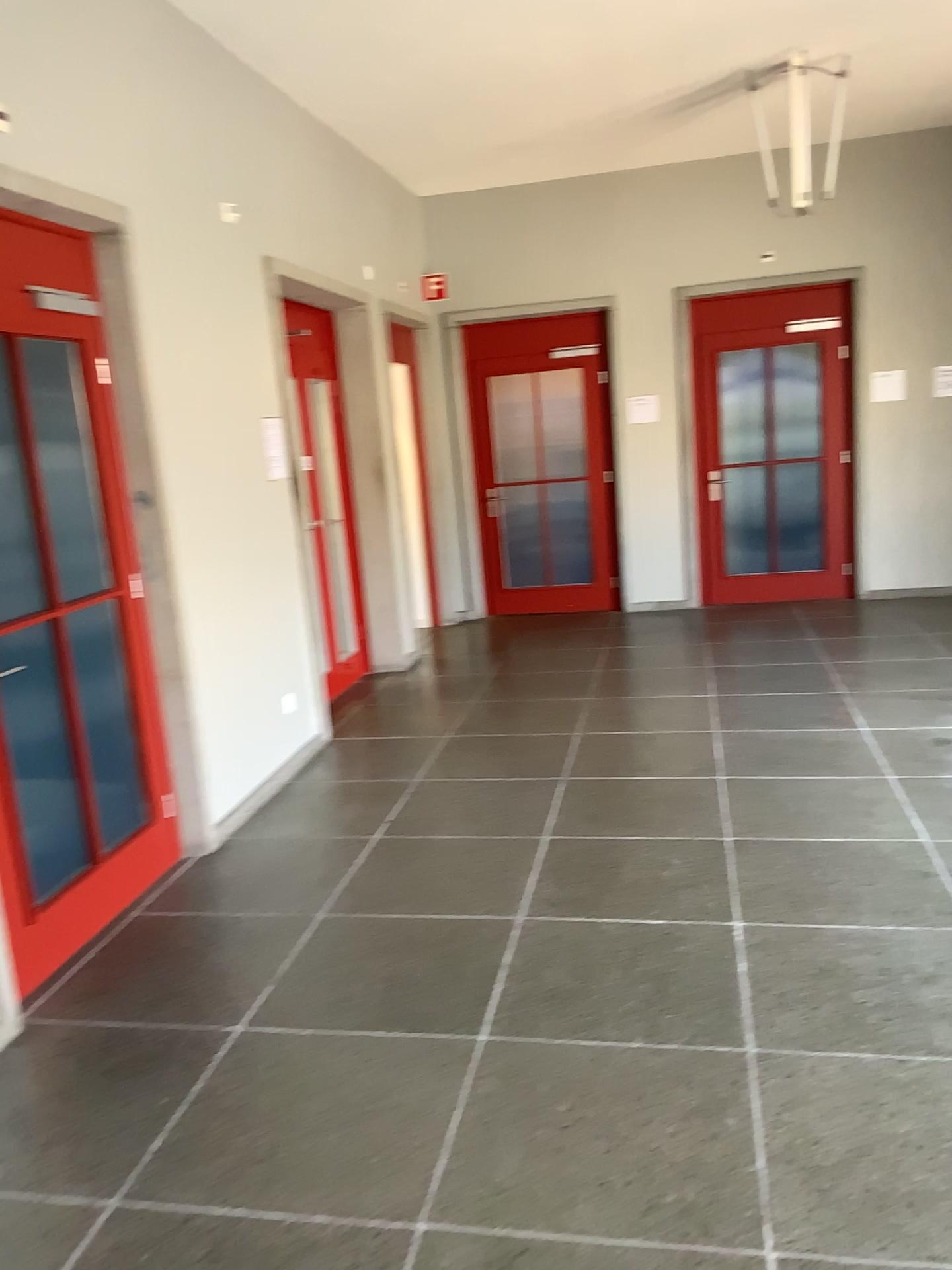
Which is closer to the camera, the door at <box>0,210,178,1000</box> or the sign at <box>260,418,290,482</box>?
the door at <box>0,210,178,1000</box>

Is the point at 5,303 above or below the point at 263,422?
above

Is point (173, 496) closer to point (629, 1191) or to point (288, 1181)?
point (288, 1181)

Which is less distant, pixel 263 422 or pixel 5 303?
pixel 5 303
